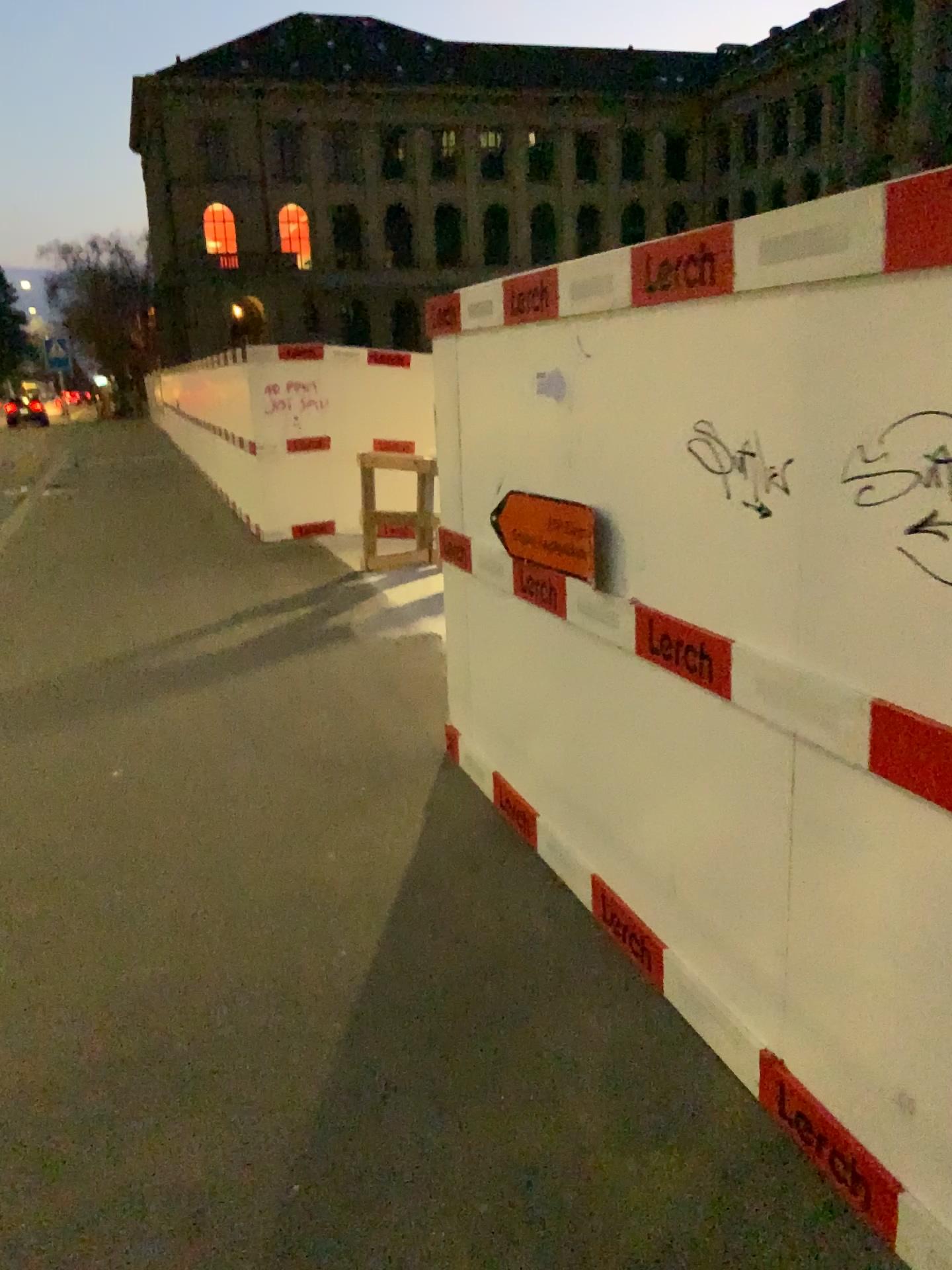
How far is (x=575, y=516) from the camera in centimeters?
336cm

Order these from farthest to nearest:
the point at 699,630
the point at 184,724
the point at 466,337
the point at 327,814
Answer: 1. the point at 184,724
2. the point at 327,814
3. the point at 466,337
4. the point at 699,630

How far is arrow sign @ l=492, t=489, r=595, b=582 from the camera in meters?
3.4
